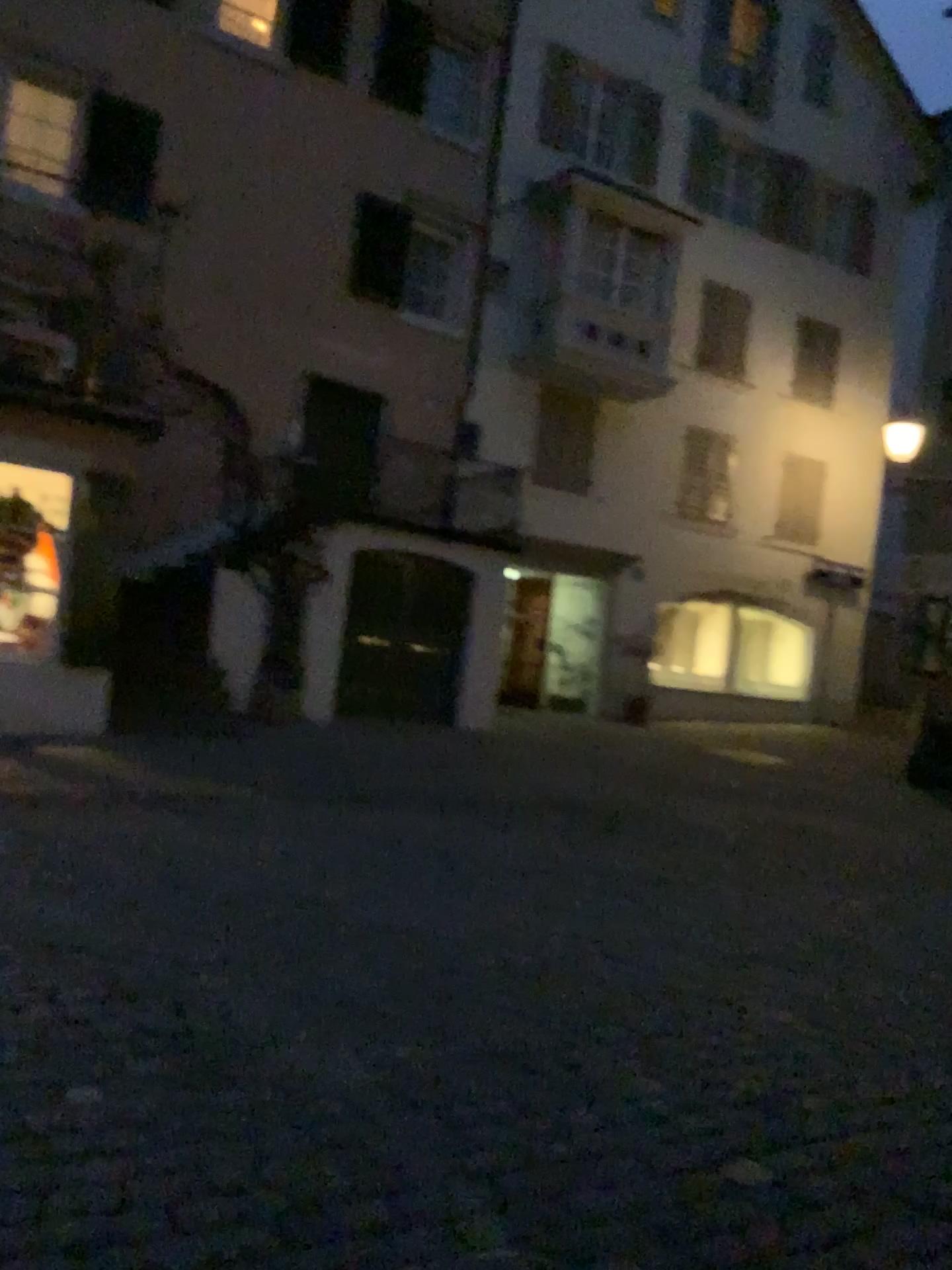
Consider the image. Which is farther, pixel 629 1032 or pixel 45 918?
pixel 45 918
